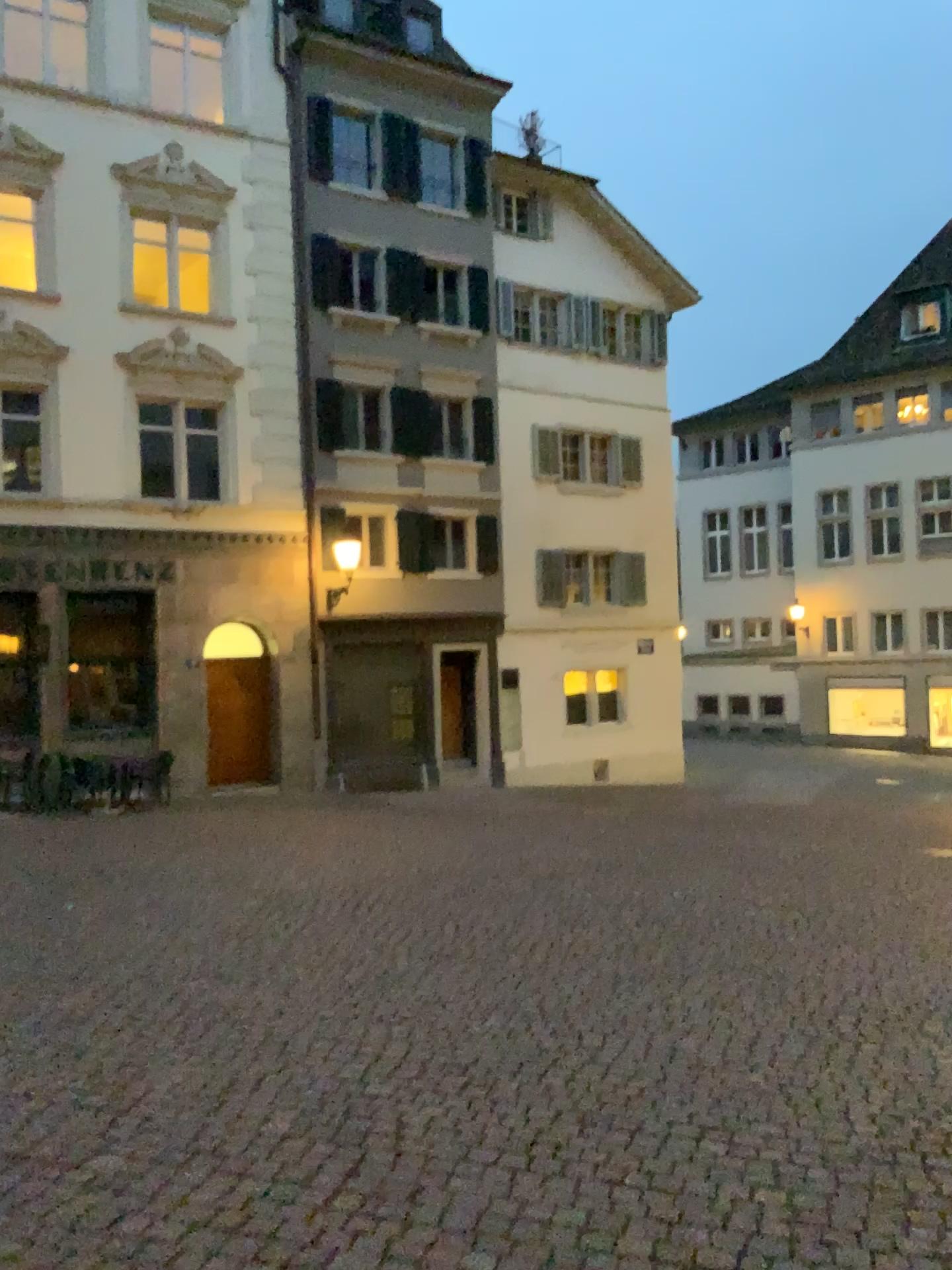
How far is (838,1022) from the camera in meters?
4.9
